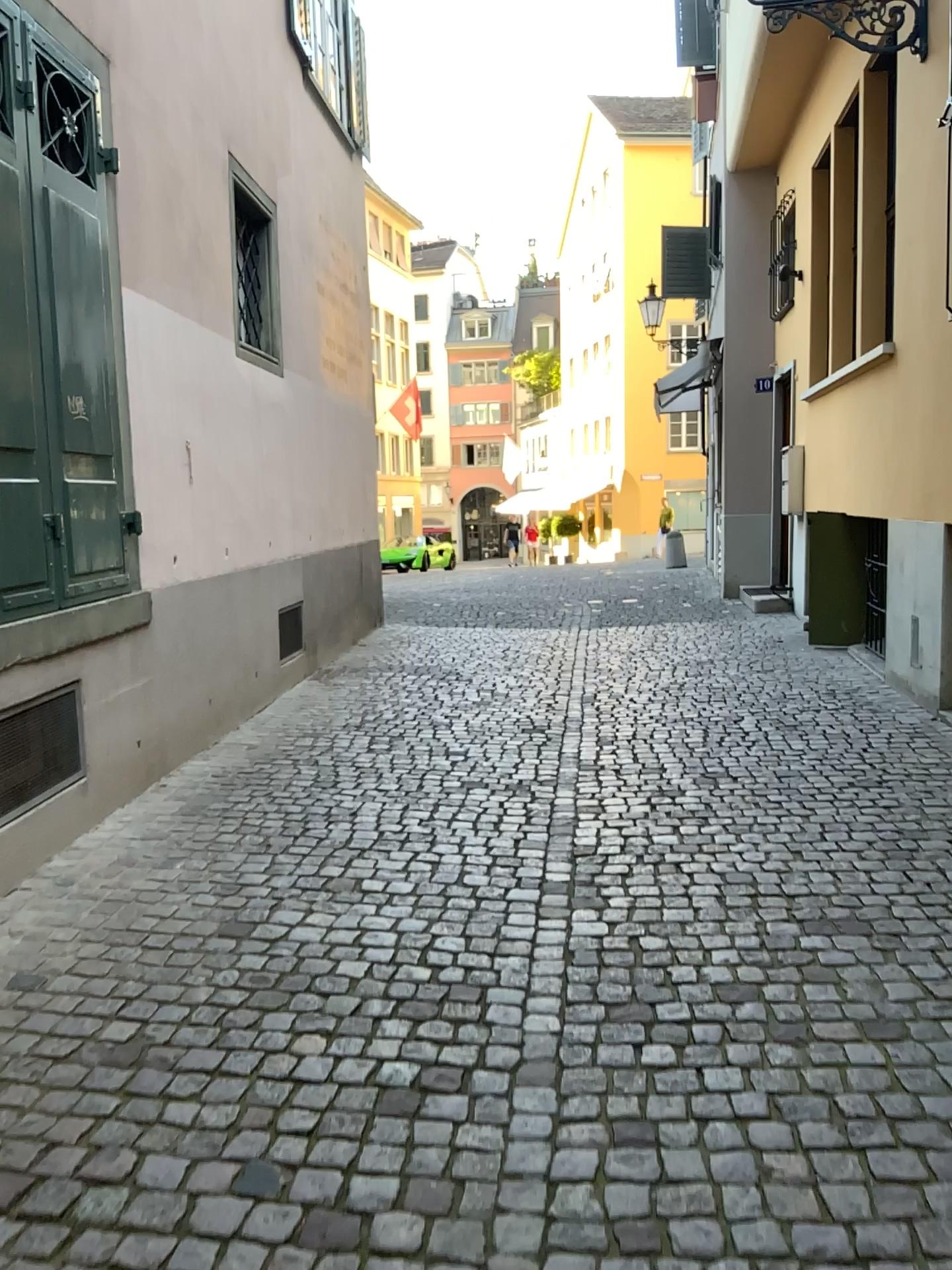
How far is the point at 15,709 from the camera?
3.6 meters

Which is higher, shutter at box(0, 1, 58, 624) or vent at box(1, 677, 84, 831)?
shutter at box(0, 1, 58, 624)

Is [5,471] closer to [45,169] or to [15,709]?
[15,709]

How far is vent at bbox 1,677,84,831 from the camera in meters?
3.6

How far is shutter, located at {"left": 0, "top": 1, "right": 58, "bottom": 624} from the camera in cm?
352

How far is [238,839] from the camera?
4.0 meters

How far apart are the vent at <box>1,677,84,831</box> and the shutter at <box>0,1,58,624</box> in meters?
0.3

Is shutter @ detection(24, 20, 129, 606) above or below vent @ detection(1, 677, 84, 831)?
above

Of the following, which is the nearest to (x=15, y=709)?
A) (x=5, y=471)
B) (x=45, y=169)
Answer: (x=5, y=471)
